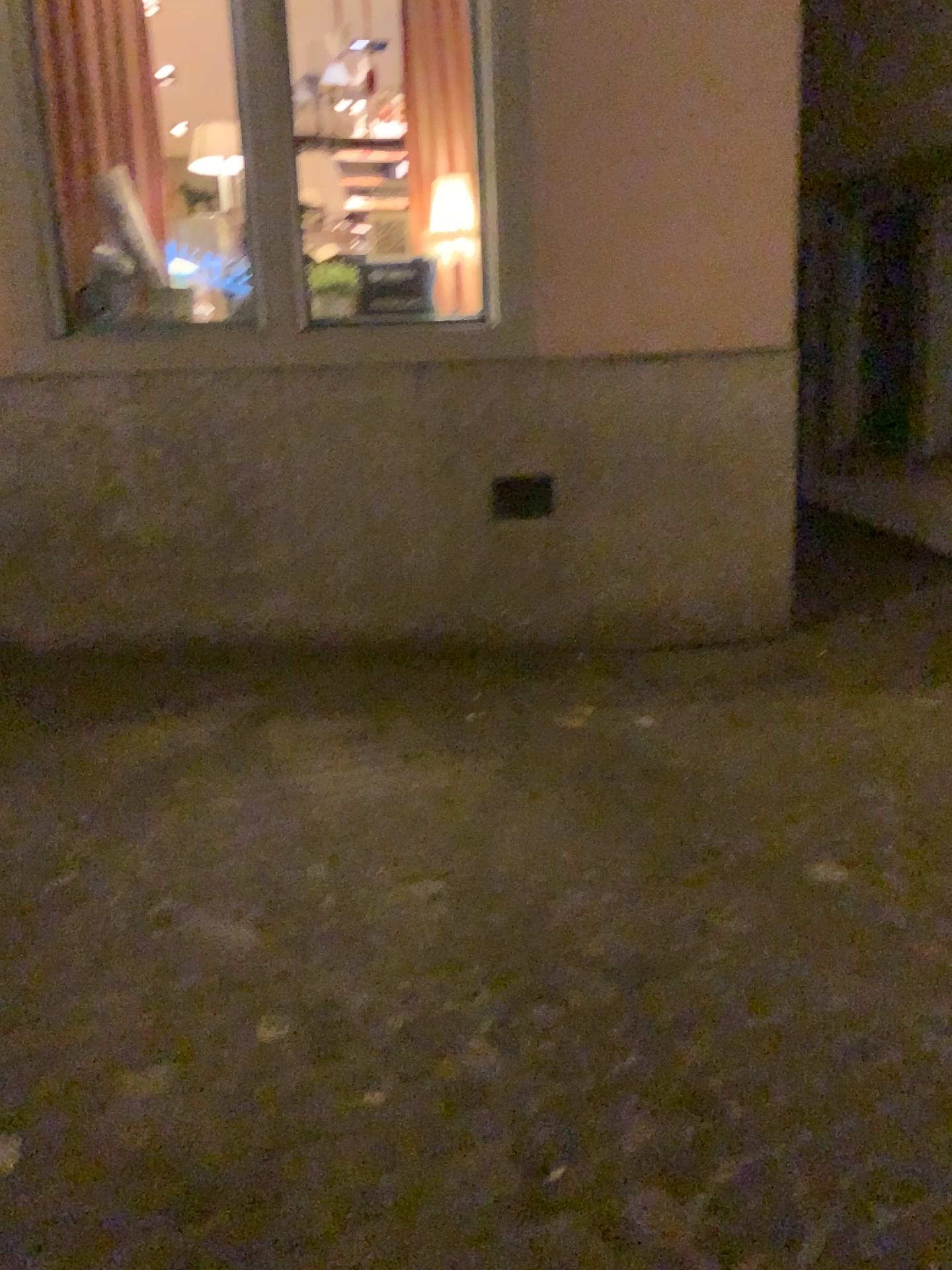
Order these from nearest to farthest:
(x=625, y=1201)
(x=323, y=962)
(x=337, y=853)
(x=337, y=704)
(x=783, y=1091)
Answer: (x=625, y=1201) < (x=783, y=1091) < (x=323, y=962) < (x=337, y=853) < (x=337, y=704)
